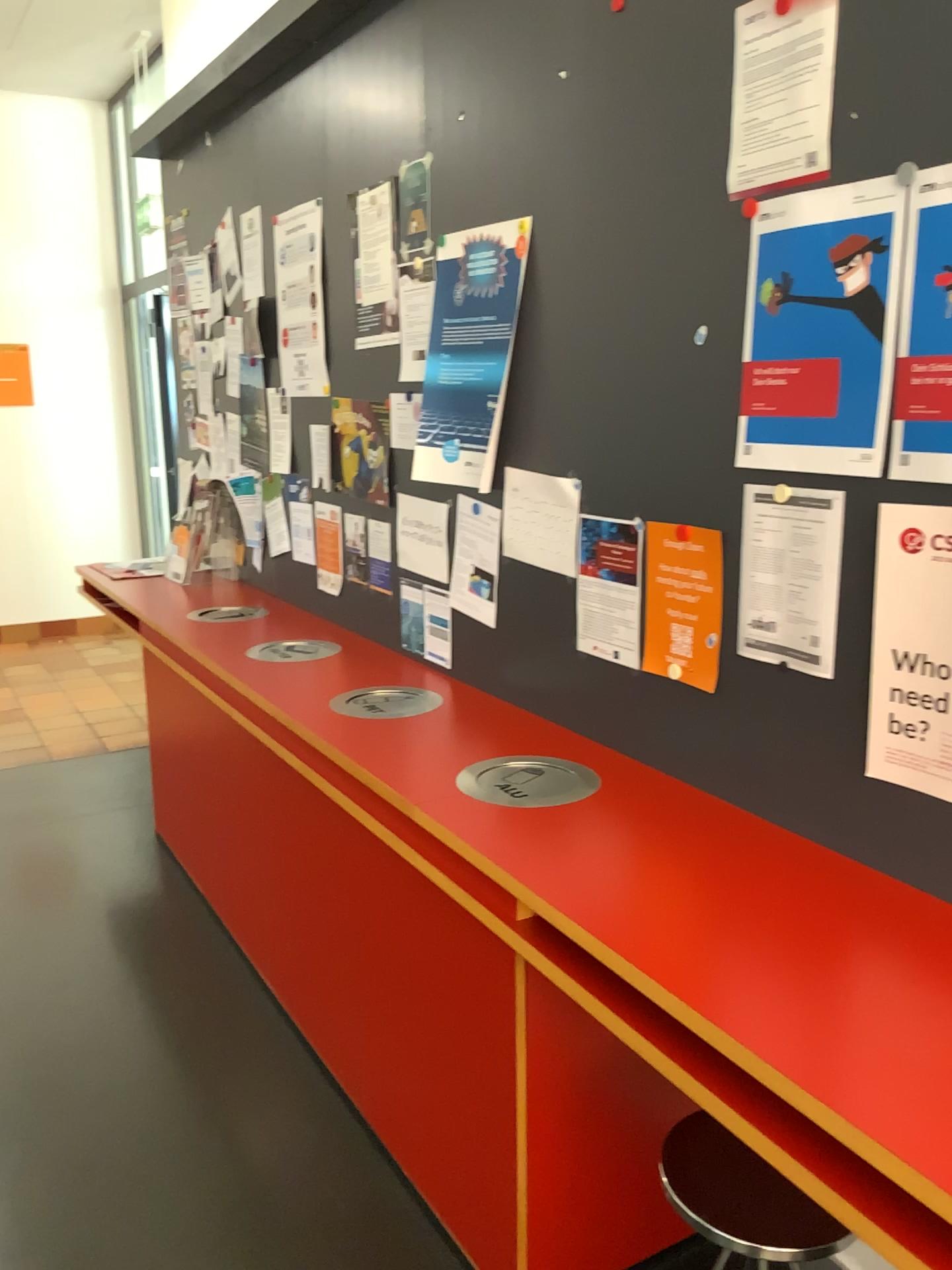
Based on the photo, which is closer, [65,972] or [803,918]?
[803,918]

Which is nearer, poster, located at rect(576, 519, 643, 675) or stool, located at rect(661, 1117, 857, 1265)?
stool, located at rect(661, 1117, 857, 1265)

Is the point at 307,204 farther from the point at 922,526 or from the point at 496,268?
the point at 922,526

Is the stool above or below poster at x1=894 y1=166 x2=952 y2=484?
below

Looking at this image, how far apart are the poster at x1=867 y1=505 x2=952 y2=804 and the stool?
0.63m

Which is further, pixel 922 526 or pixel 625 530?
pixel 625 530

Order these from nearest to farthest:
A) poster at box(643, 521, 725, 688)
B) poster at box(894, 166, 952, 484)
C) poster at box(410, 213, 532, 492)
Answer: poster at box(894, 166, 952, 484) → poster at box(643, 521, 725, 688) → poster at box(410, 213, 532, 492)

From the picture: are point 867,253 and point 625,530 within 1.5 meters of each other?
yes

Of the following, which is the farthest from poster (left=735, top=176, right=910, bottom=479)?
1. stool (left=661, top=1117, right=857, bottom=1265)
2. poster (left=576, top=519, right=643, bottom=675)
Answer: stool (left=661, top=1117, right=857, bottom=1265)

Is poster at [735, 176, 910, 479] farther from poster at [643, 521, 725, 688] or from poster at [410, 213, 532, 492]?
poster at [410, 213, 532, 492]
